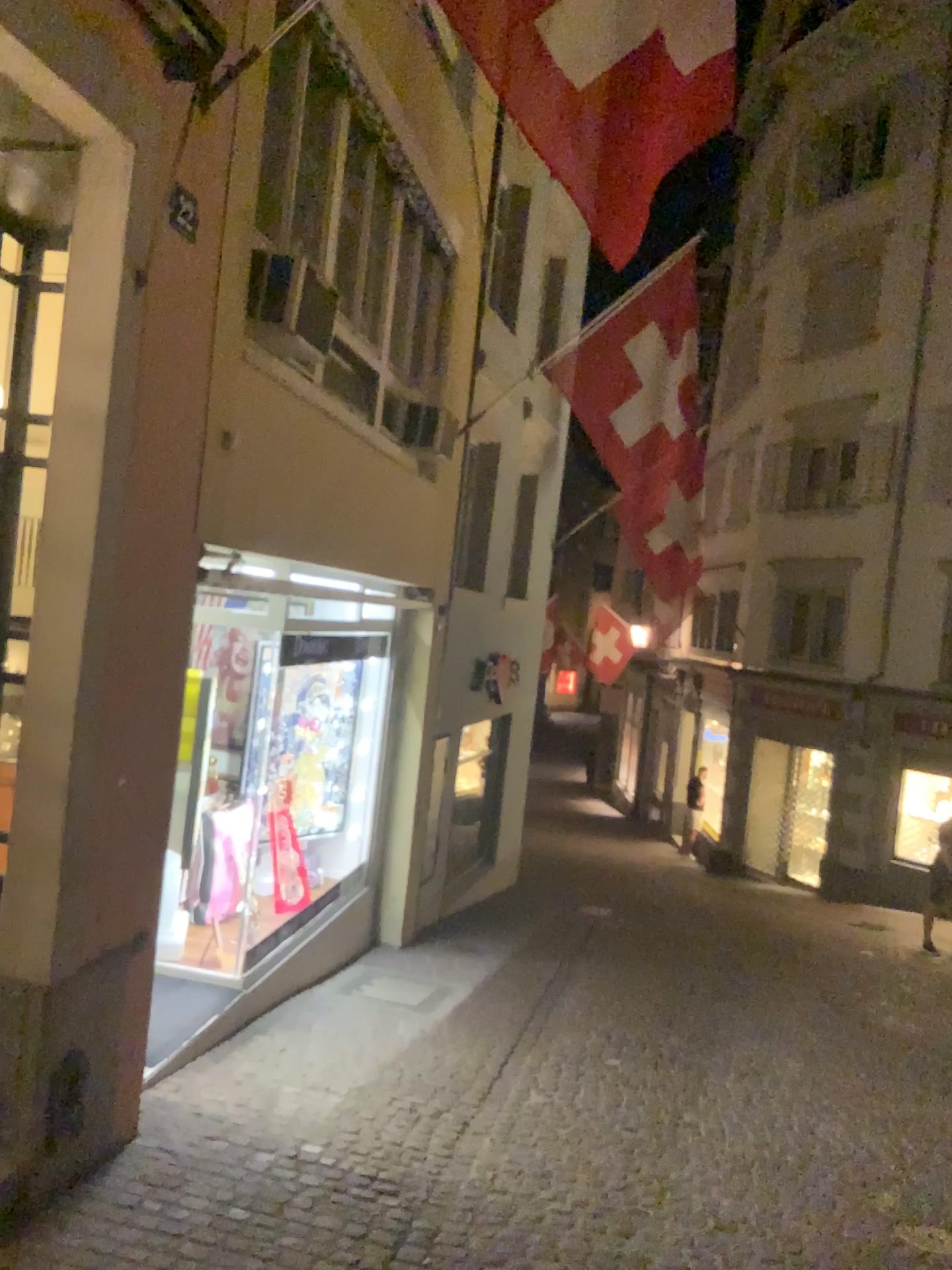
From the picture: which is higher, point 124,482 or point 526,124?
point 526,124
